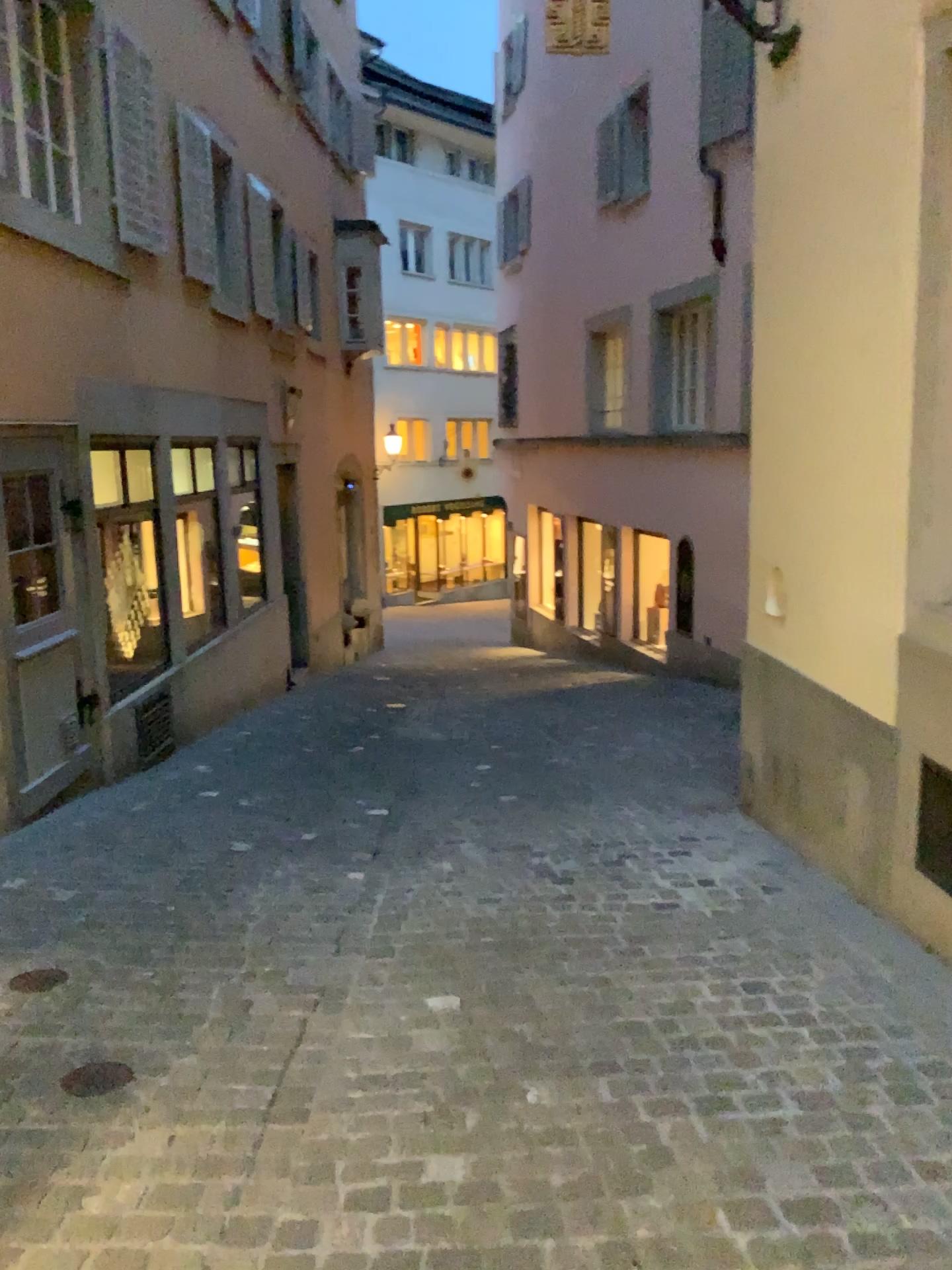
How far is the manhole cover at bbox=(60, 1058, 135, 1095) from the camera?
2.7m

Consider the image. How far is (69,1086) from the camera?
2.7 meters

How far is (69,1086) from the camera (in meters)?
2.70

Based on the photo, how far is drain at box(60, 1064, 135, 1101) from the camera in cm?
270

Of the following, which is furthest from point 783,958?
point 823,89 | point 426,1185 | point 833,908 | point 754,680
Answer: point 823,89
